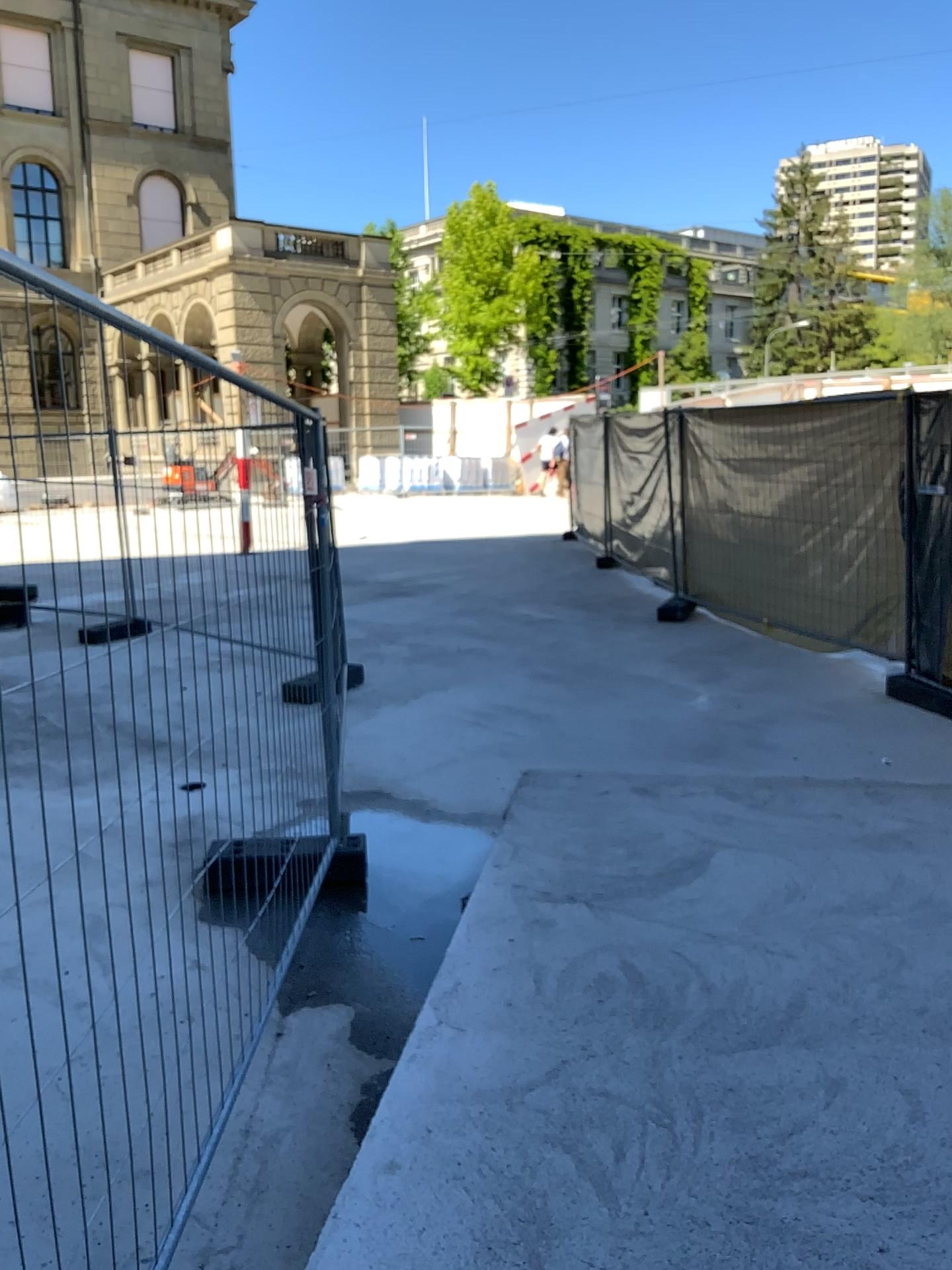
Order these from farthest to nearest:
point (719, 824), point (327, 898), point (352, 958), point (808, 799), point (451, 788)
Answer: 1. point (451, 788)
2. point (808, 799)
3. point (719, 824)
4. point (327, 898)
5. point (352, 958)
